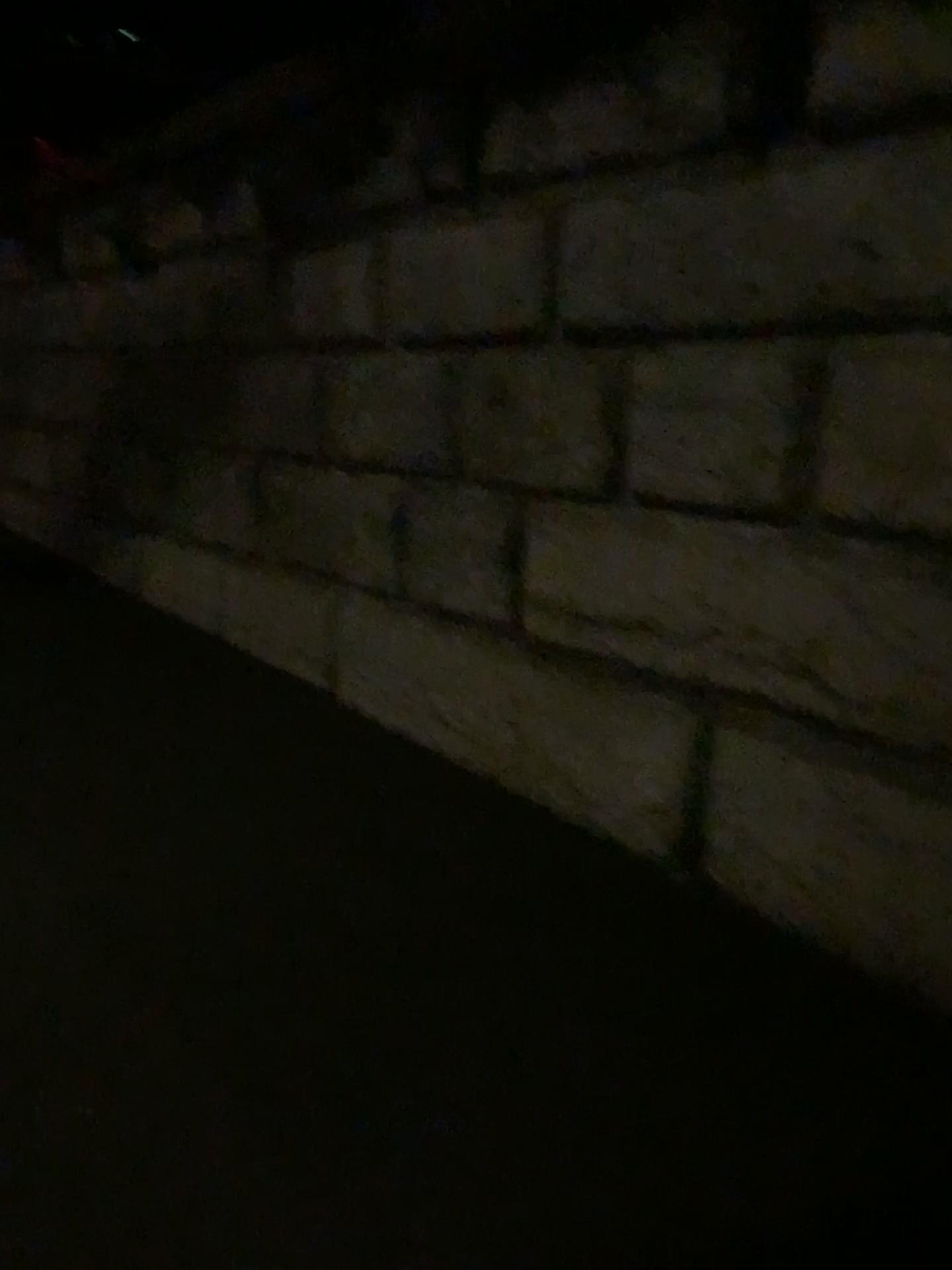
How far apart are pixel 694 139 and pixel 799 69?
0.3m
